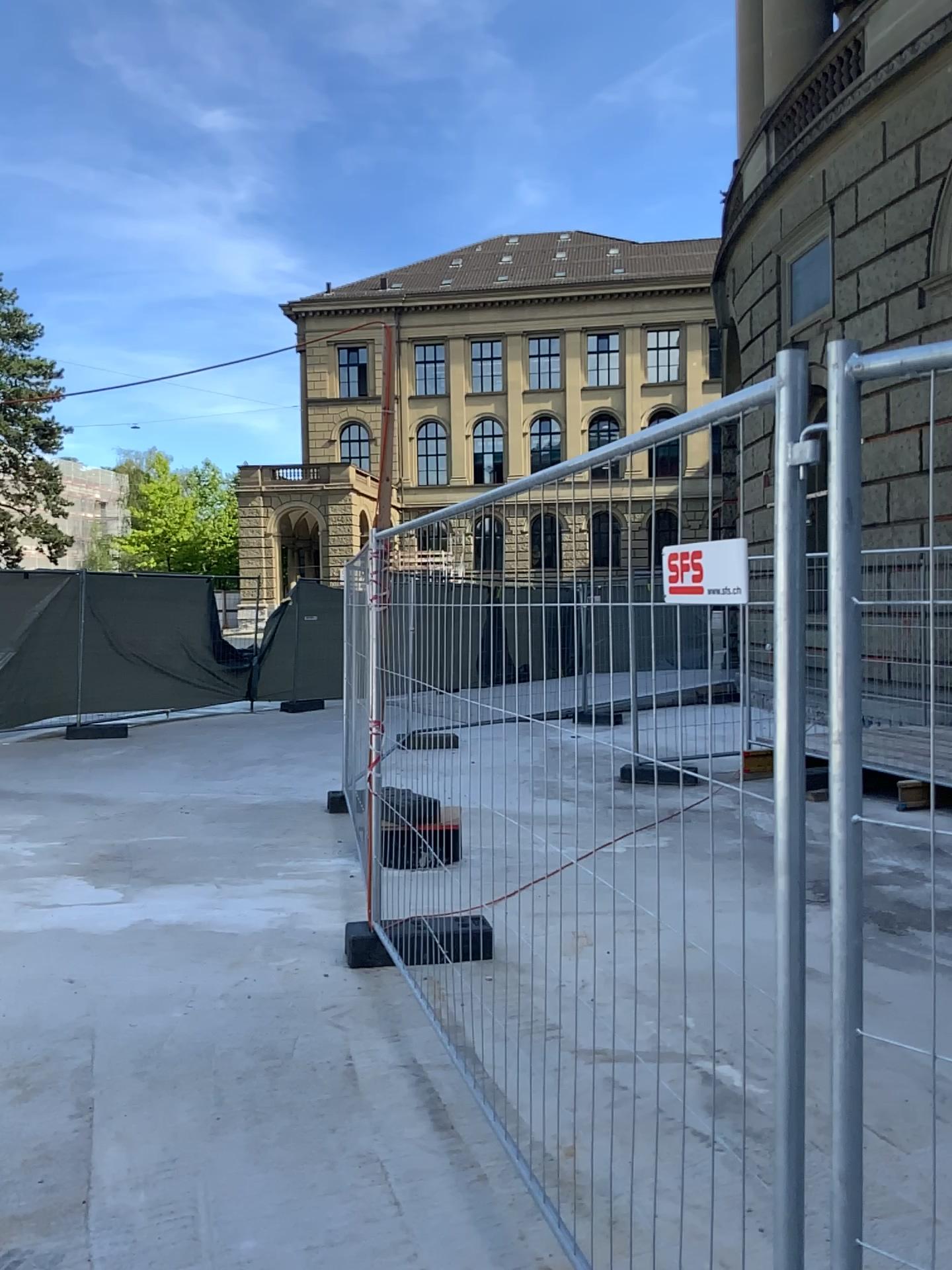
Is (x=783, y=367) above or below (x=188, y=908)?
above
